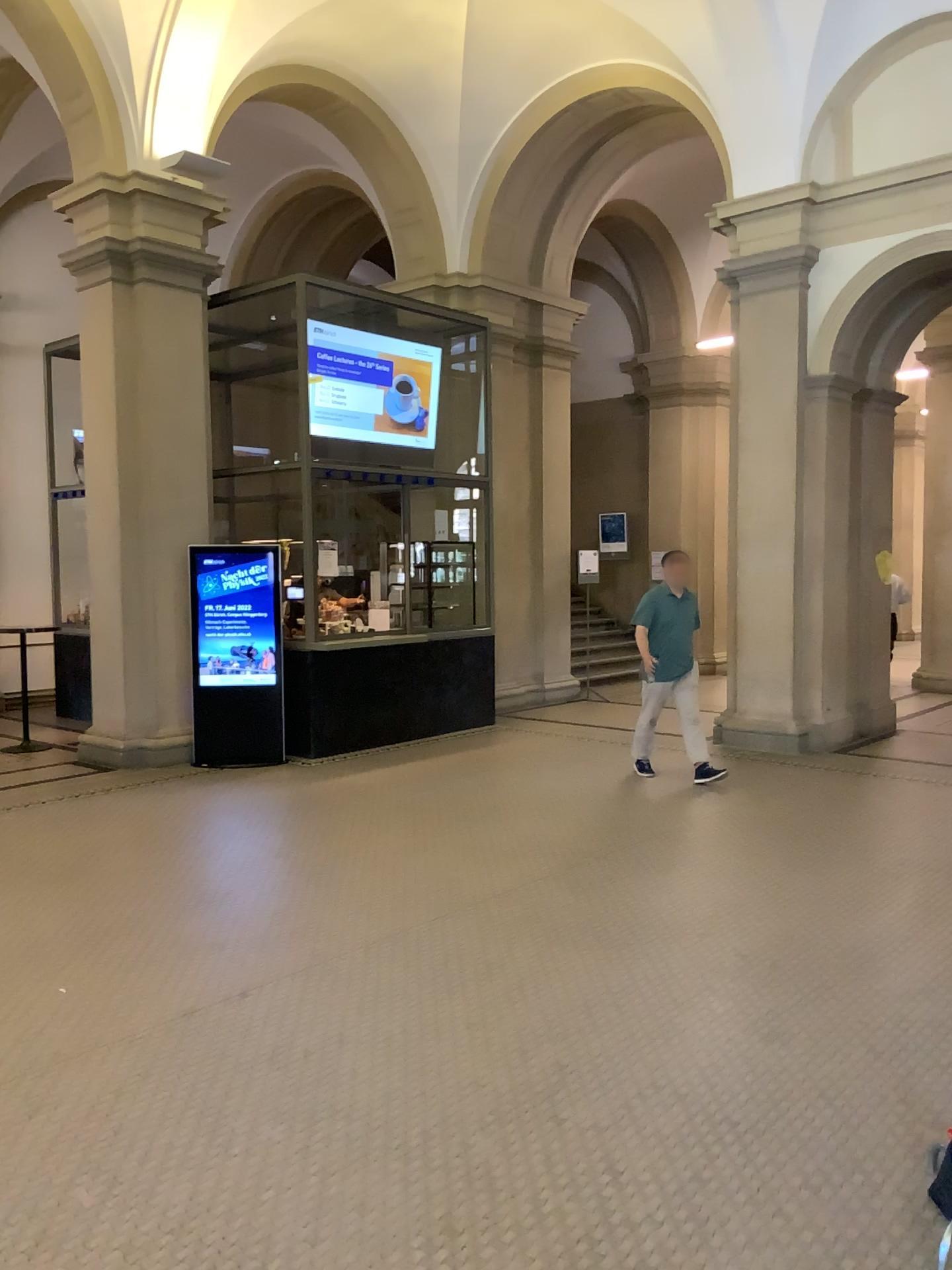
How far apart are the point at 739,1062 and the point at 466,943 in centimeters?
138cm
